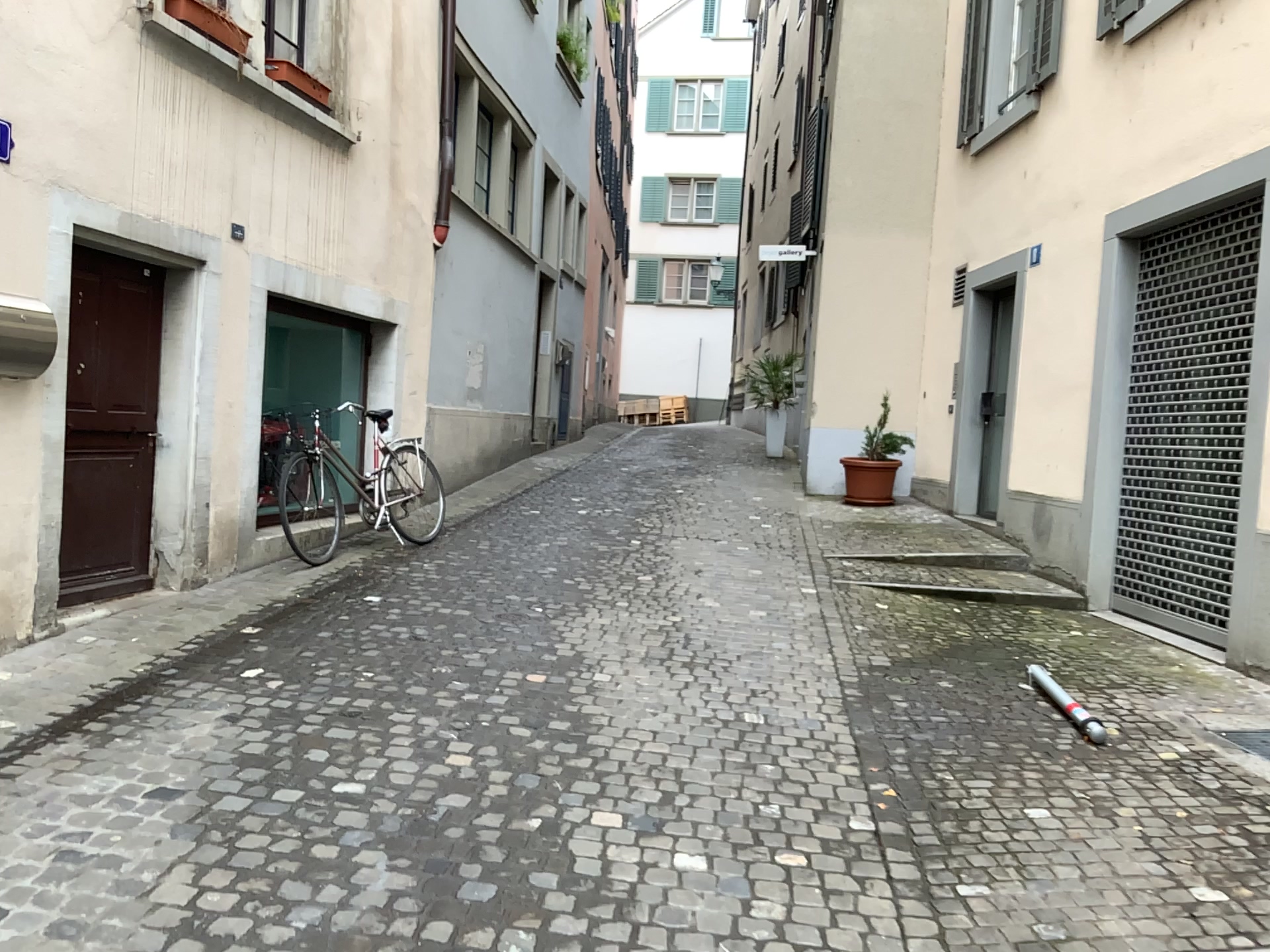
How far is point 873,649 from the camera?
5.3m
